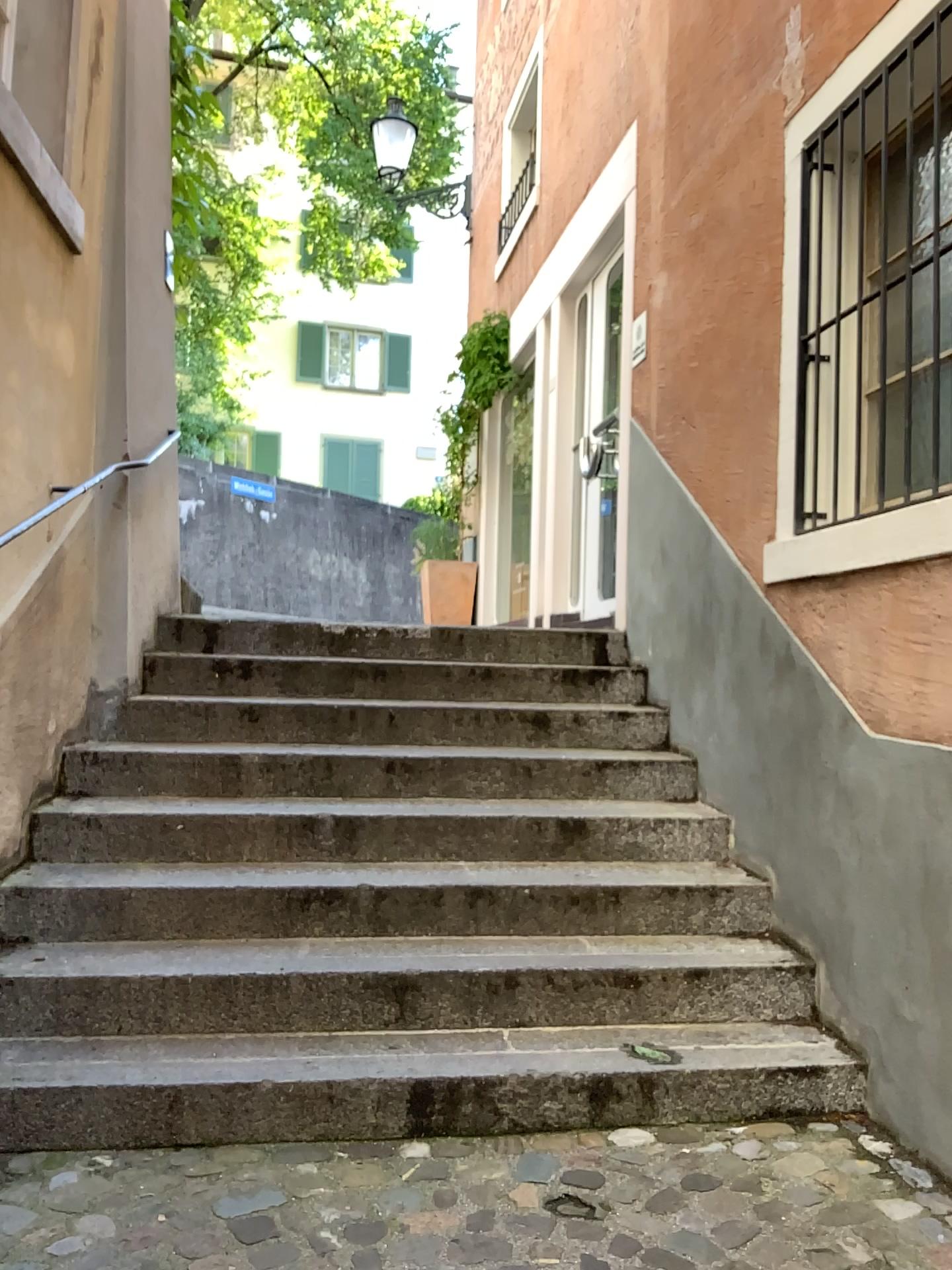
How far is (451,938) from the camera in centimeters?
312cm
